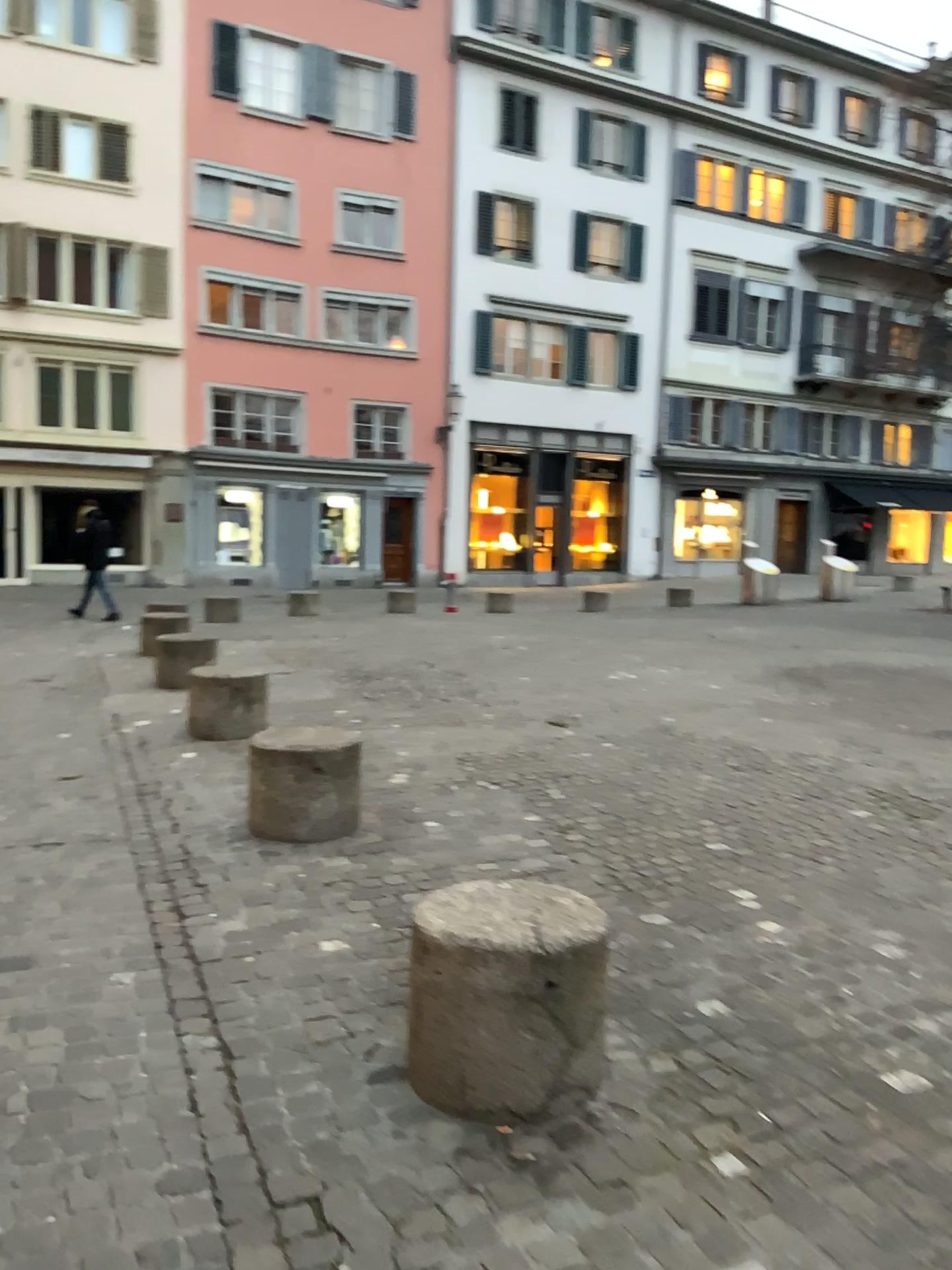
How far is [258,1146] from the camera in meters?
2.3
